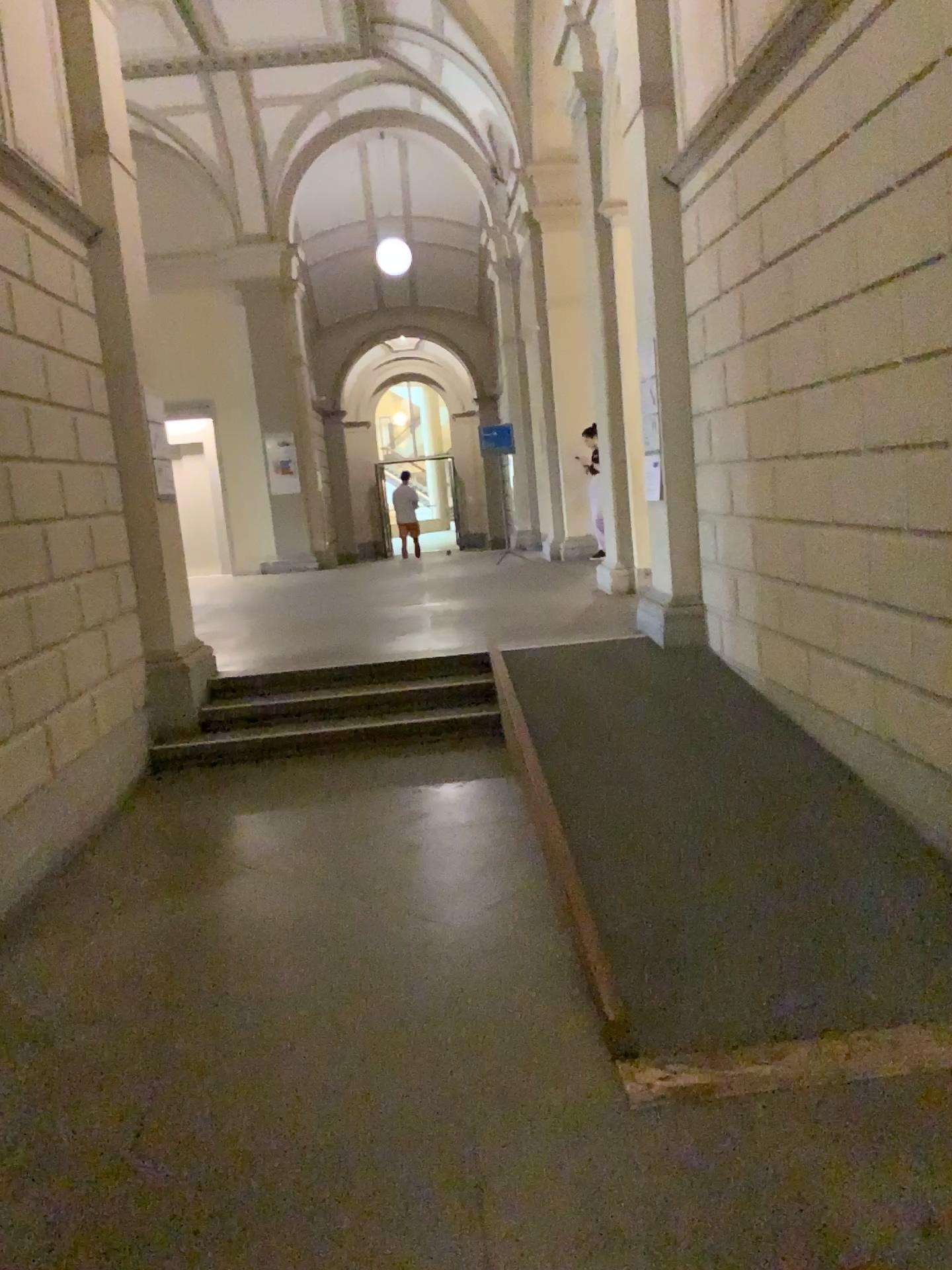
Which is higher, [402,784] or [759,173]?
[759,173]
